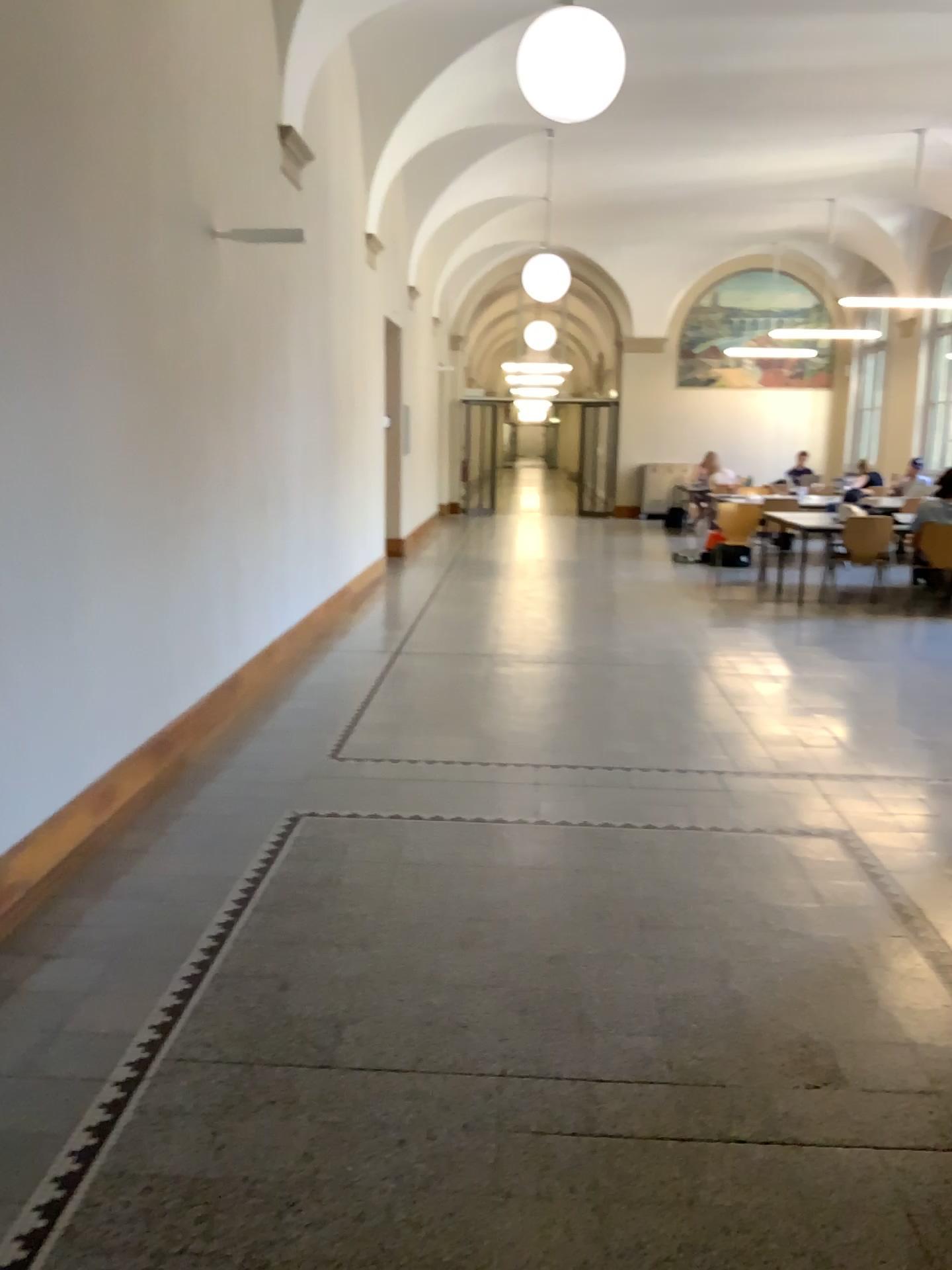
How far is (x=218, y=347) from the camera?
5.1 meters
